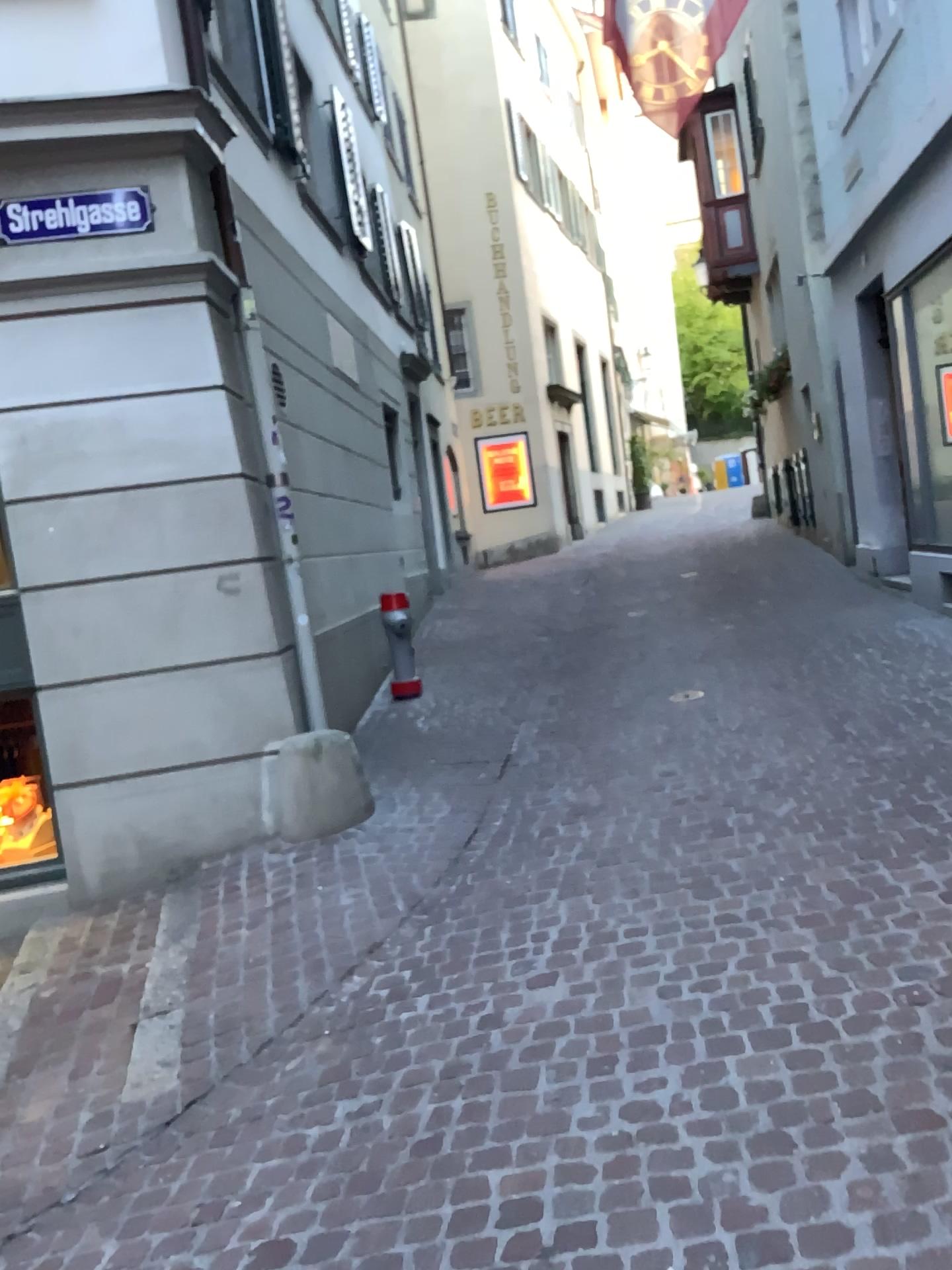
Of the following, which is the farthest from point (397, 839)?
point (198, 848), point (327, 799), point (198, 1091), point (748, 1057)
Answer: point (748, 1057)
